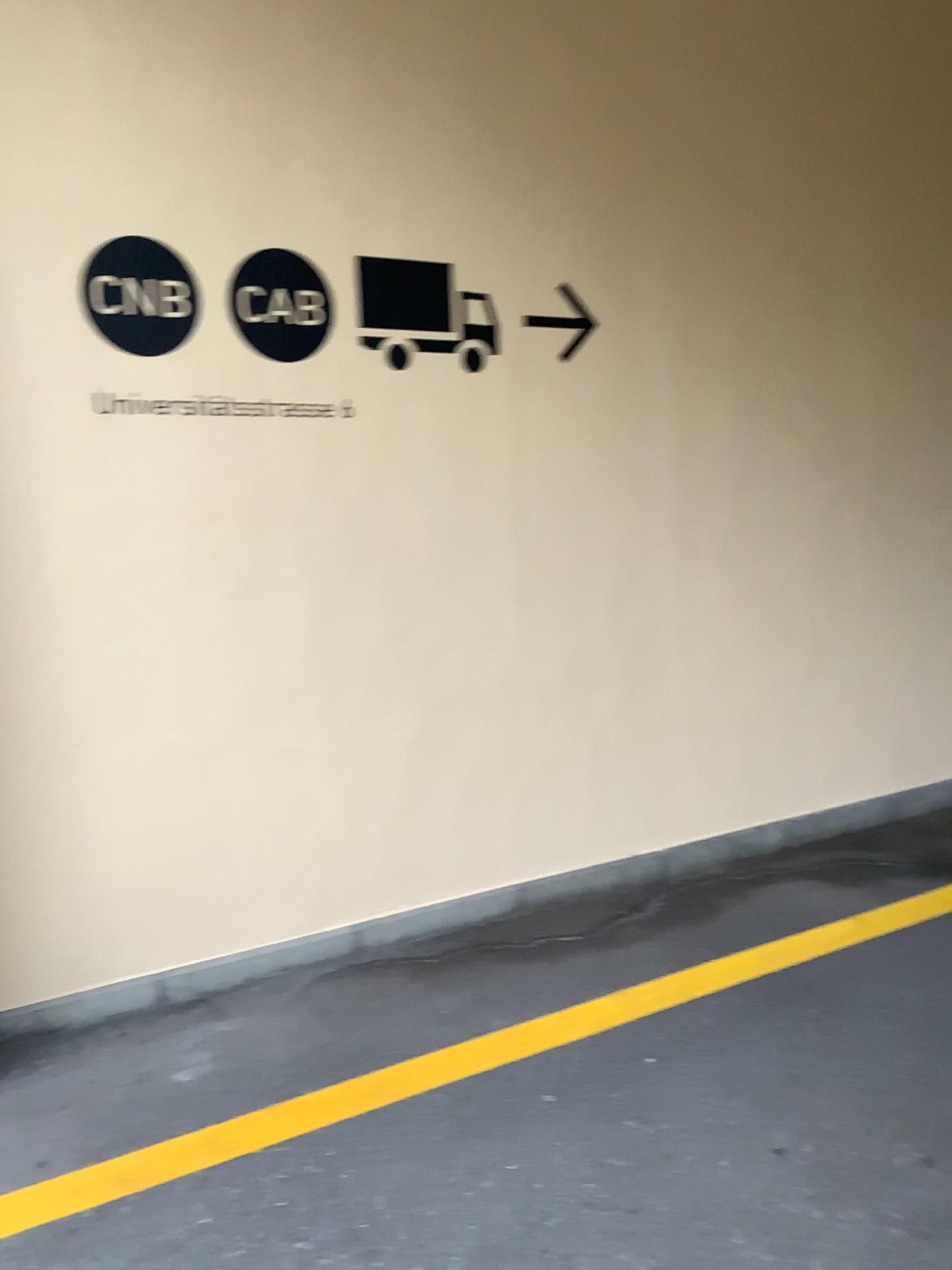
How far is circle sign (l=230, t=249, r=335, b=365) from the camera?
3.10m

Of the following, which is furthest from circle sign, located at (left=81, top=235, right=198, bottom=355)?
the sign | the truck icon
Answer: the truck icon

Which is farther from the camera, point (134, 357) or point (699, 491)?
point (699, 491)

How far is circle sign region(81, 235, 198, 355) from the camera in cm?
291

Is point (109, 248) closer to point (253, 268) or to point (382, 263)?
point (253, 268)

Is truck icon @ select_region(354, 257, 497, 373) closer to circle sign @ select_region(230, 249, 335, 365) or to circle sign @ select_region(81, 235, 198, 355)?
circle sign @ select_region(230, 249, 335, 365)

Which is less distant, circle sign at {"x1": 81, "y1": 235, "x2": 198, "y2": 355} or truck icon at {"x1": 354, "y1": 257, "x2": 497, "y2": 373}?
circle sign at {"x1": 81, "y1": 235, "x2": 198, "y2": 355}

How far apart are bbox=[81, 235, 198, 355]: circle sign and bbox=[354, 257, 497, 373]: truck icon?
0.5m

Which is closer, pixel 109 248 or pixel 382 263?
pixel 109 248

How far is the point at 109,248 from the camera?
2.91m
